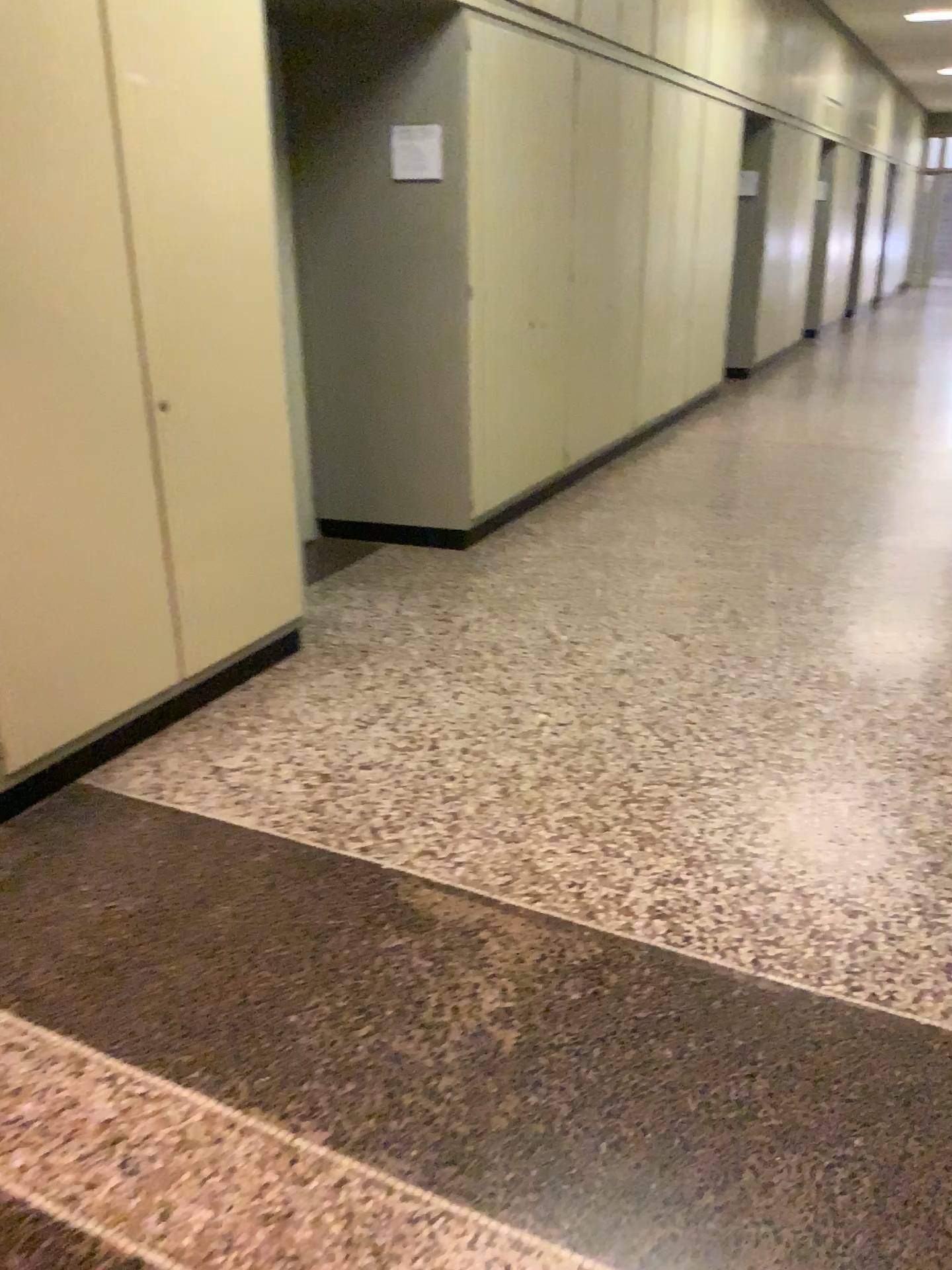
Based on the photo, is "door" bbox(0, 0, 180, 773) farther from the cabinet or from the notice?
the notice

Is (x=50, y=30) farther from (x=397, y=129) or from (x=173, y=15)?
(x=397, y=129)

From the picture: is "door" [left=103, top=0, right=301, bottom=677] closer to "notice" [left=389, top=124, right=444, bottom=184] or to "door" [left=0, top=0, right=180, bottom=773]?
"door" [left=0, top=0, right=180, bottom=773]

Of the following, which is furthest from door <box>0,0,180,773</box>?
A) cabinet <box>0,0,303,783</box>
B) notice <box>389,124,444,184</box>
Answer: notice <box>389,124,444,184</box>

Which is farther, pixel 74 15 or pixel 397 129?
pixel 397 129

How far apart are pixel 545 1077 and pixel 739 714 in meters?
1.6 m

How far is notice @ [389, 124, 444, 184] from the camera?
4.4m

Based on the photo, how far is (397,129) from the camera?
4.36m

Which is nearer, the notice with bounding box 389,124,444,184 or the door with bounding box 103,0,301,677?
the door with bounding box 103,0,301,677

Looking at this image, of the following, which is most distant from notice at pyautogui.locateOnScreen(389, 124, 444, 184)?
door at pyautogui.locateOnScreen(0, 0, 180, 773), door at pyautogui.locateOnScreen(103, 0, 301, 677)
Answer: door at pyautogui.locateOnScreen(0, 0, 180, 773)
